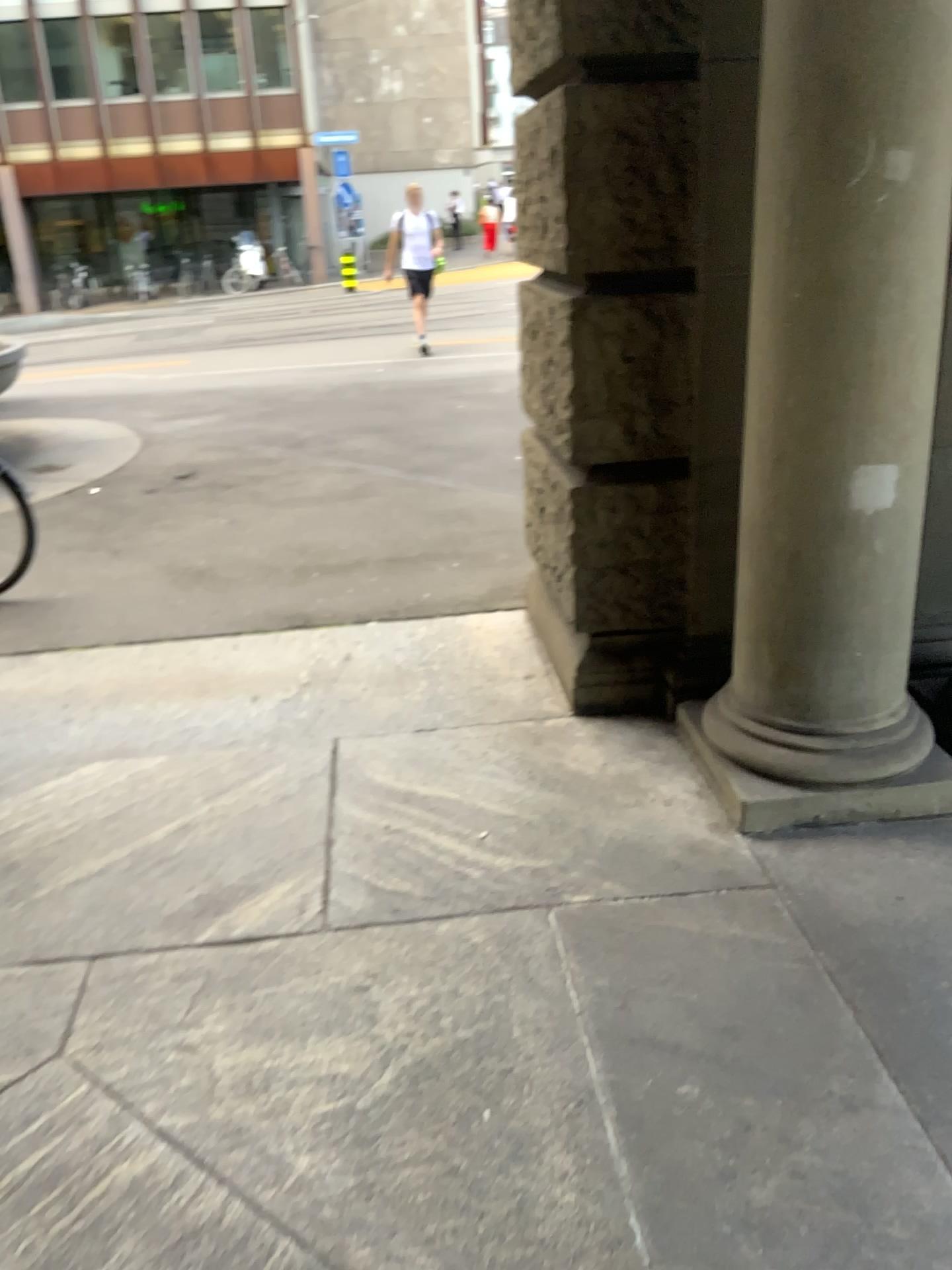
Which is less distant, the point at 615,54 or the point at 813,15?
the point at 813,15

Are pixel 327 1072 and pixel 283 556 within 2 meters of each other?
no

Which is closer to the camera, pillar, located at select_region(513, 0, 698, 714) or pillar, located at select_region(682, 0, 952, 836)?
pillar, located at select_region(682, 0, 952, 836)
